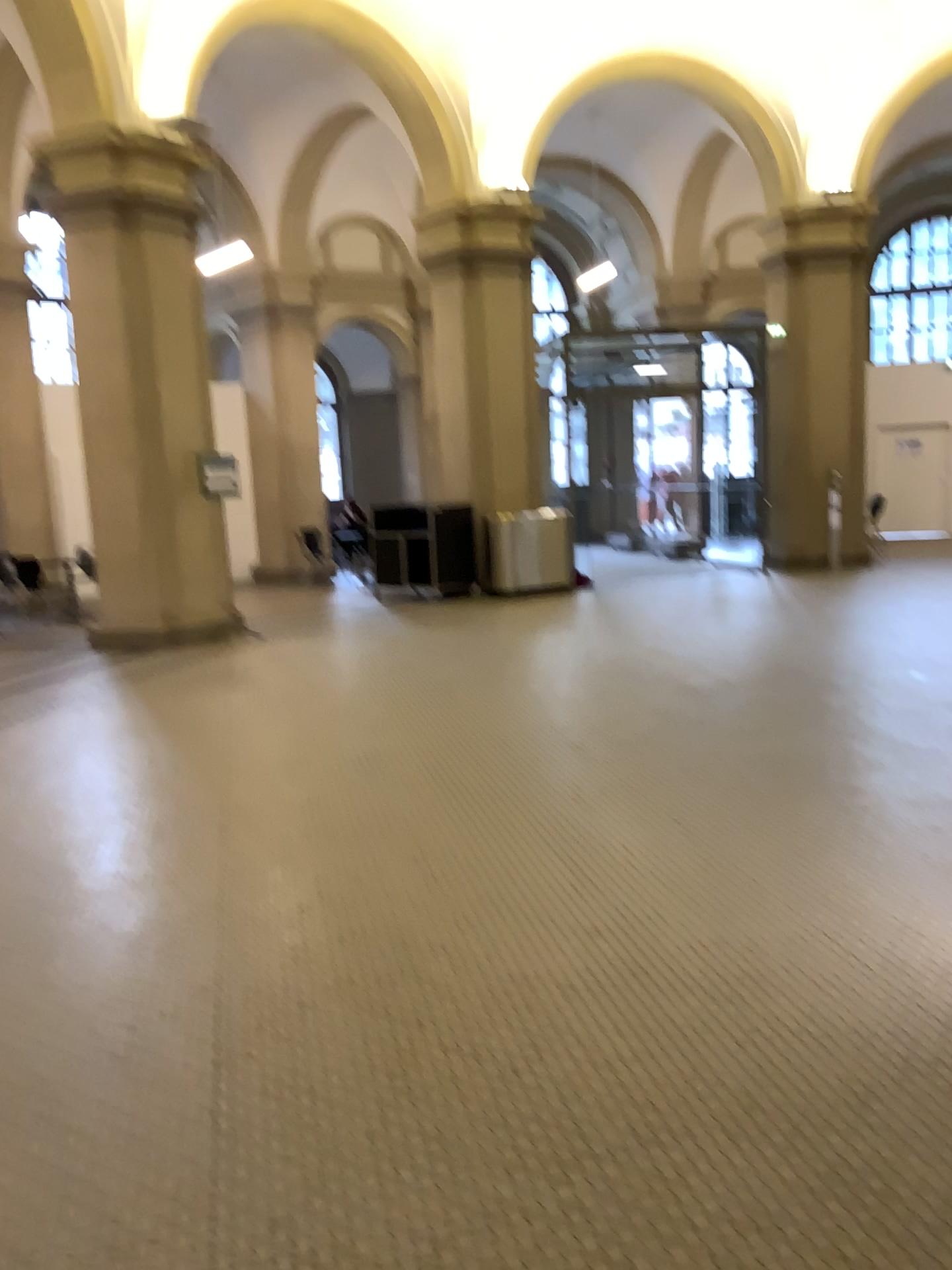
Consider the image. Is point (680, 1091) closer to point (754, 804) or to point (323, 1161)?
point (323, 1161)
